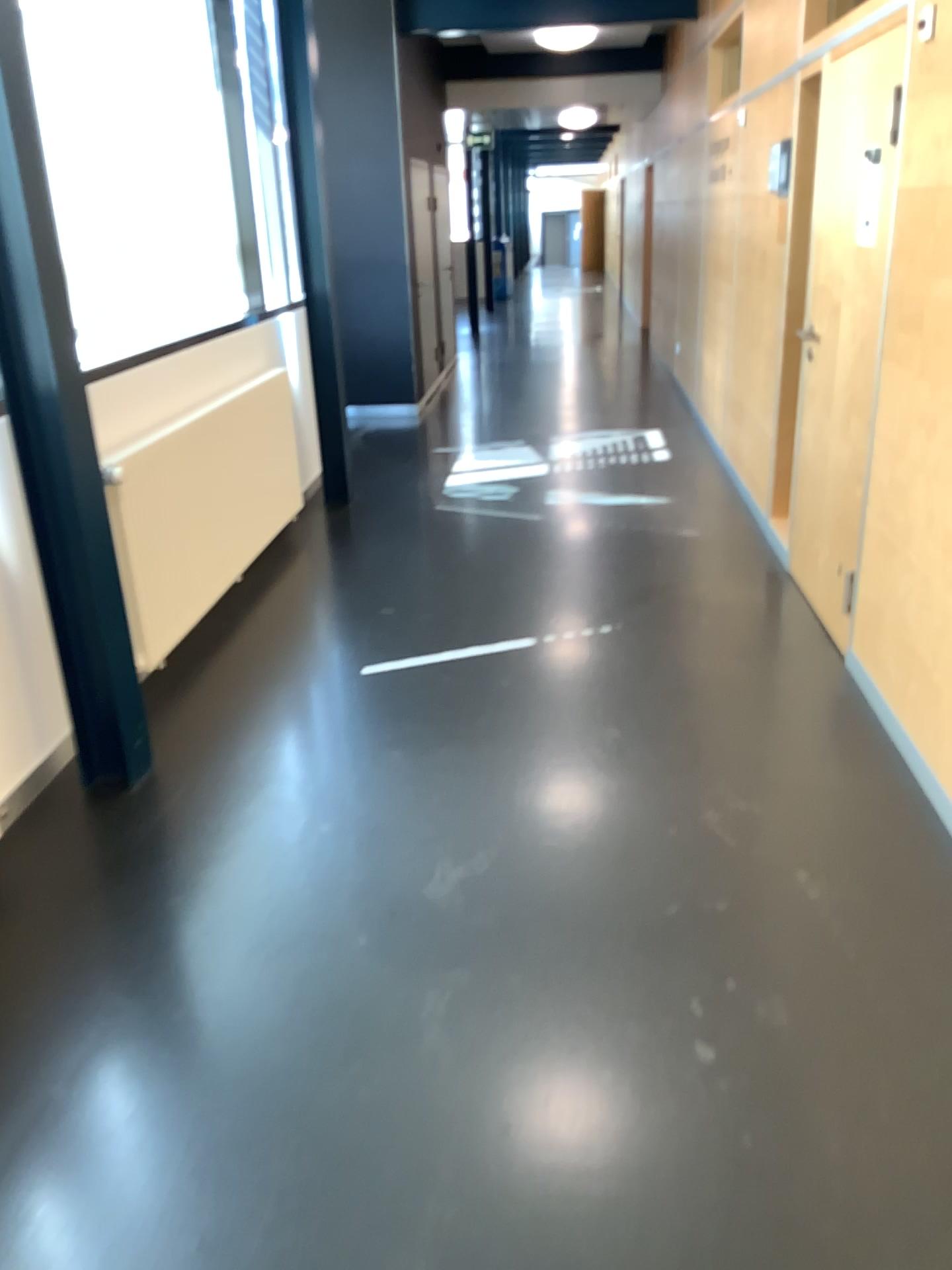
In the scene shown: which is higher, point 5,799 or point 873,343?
point 873,343

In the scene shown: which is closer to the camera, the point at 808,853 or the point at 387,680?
the point at 808,853
